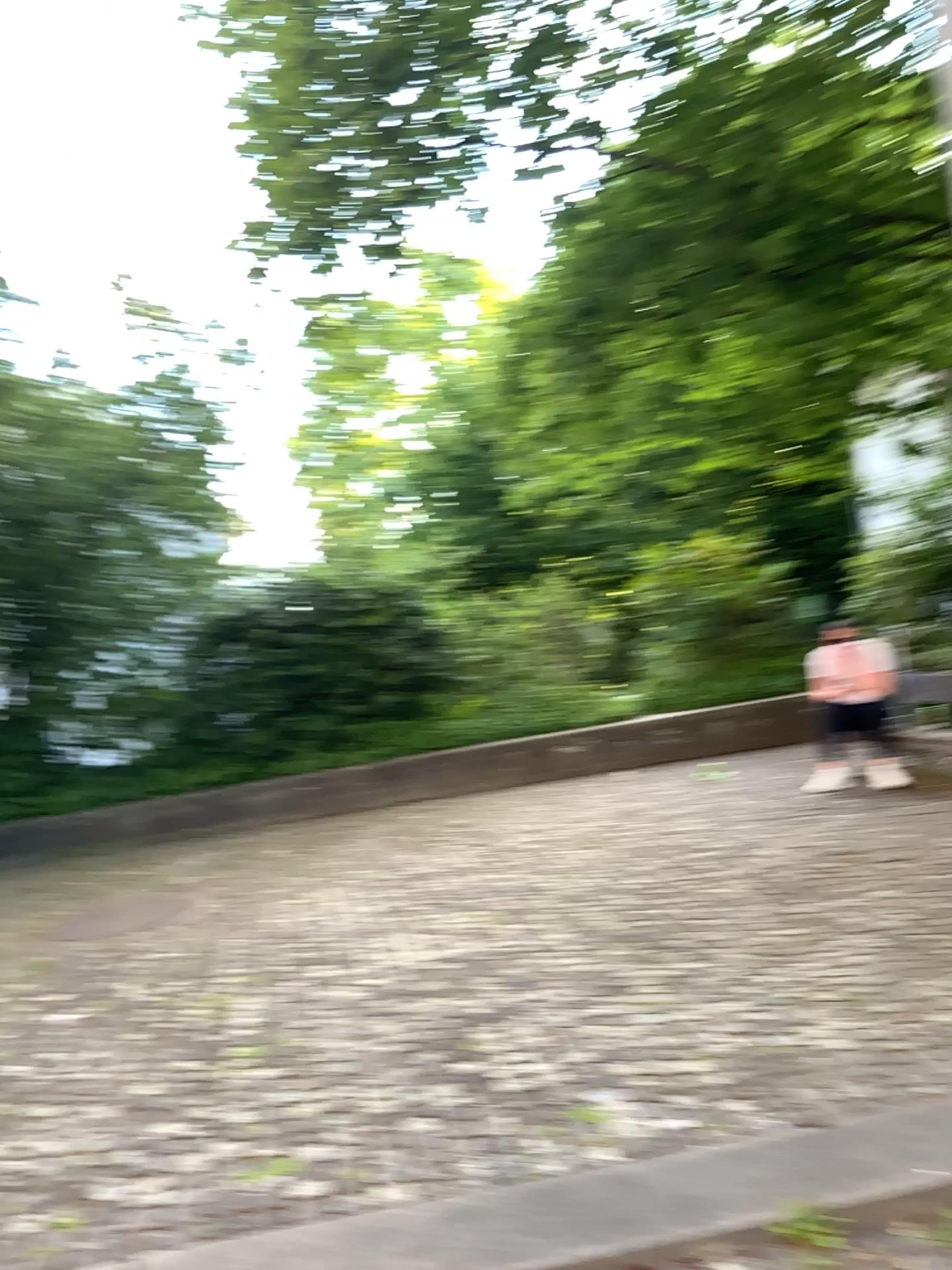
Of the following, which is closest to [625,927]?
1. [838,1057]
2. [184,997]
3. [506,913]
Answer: [506,913]
